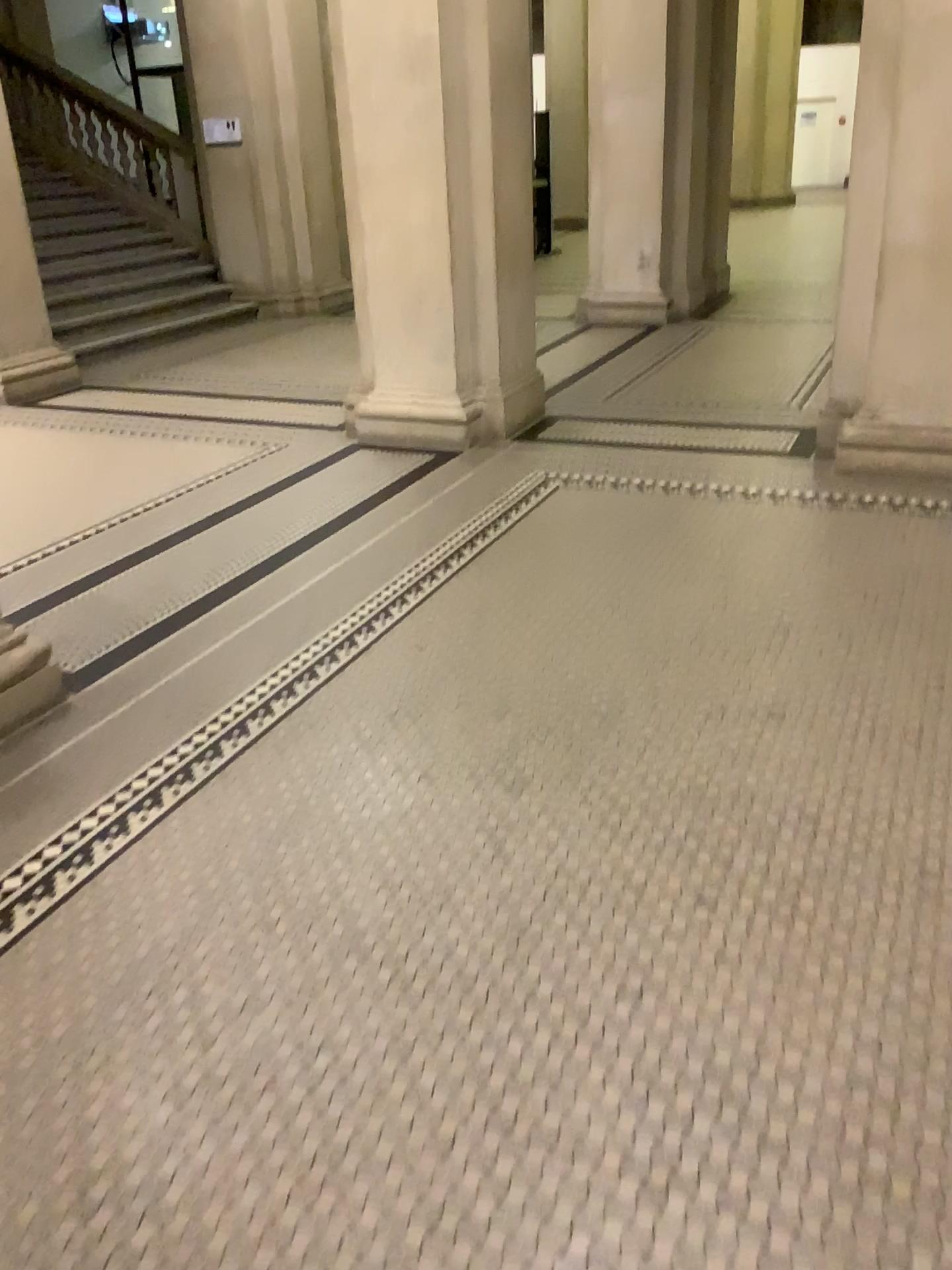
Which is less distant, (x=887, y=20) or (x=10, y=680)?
(x=10, y=680)

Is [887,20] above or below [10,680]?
above

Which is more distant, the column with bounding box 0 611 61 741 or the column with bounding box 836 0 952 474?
the column with bounding box 836 0 952 474

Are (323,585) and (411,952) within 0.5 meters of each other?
no

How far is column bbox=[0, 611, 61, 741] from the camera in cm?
314

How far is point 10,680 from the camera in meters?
3.1 m
